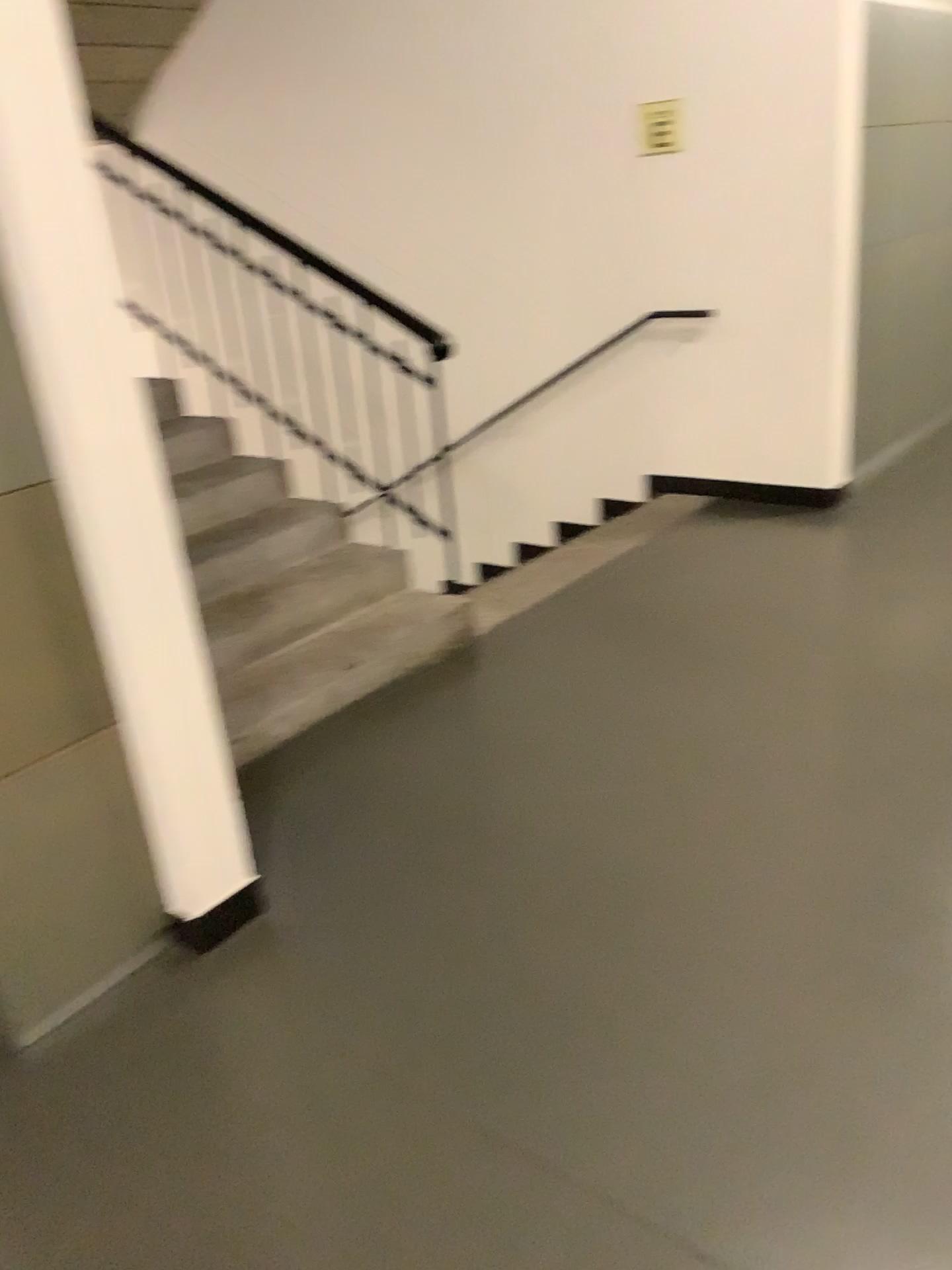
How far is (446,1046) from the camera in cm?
200
